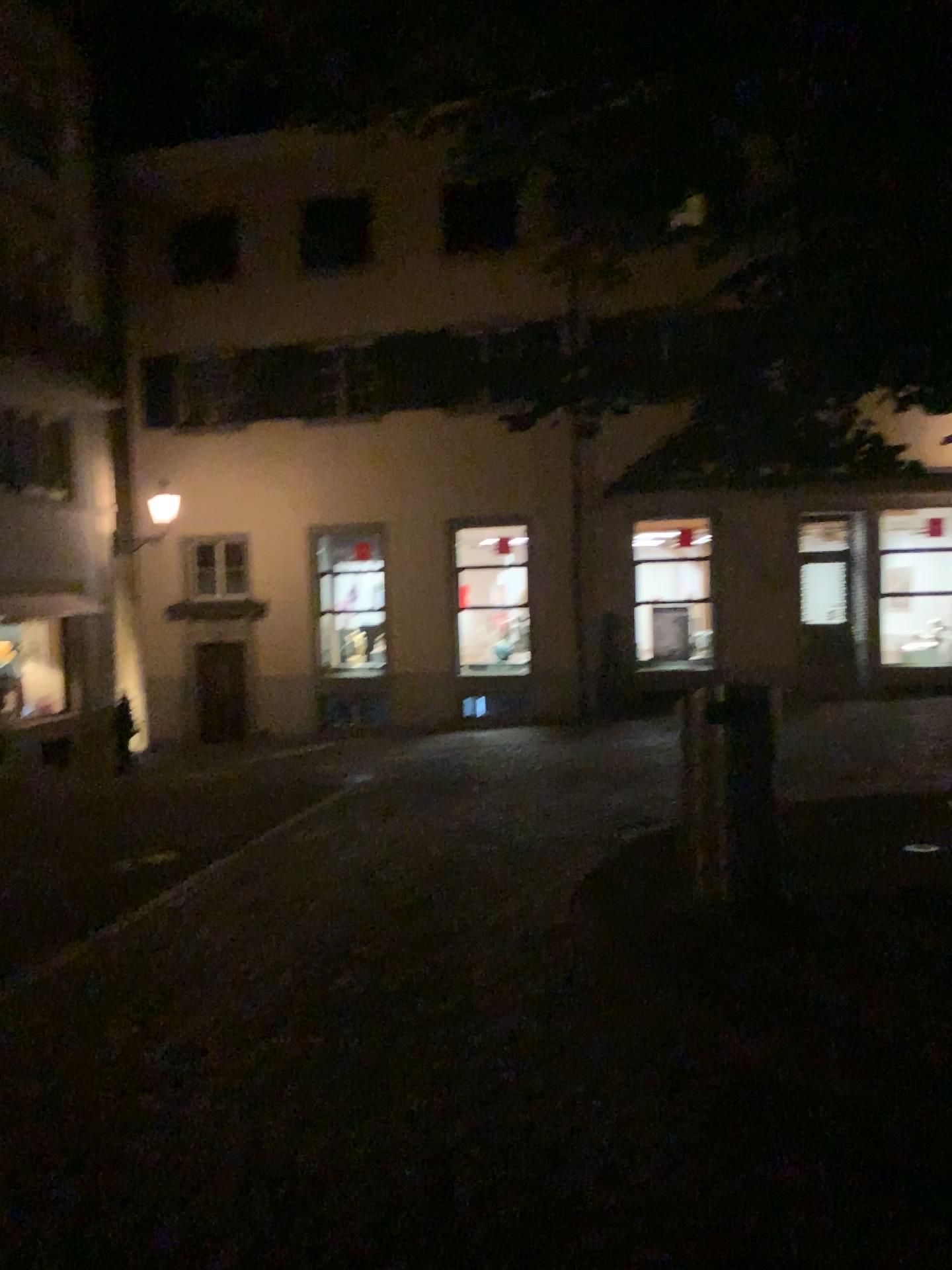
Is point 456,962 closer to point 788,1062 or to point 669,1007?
point 669,1007
